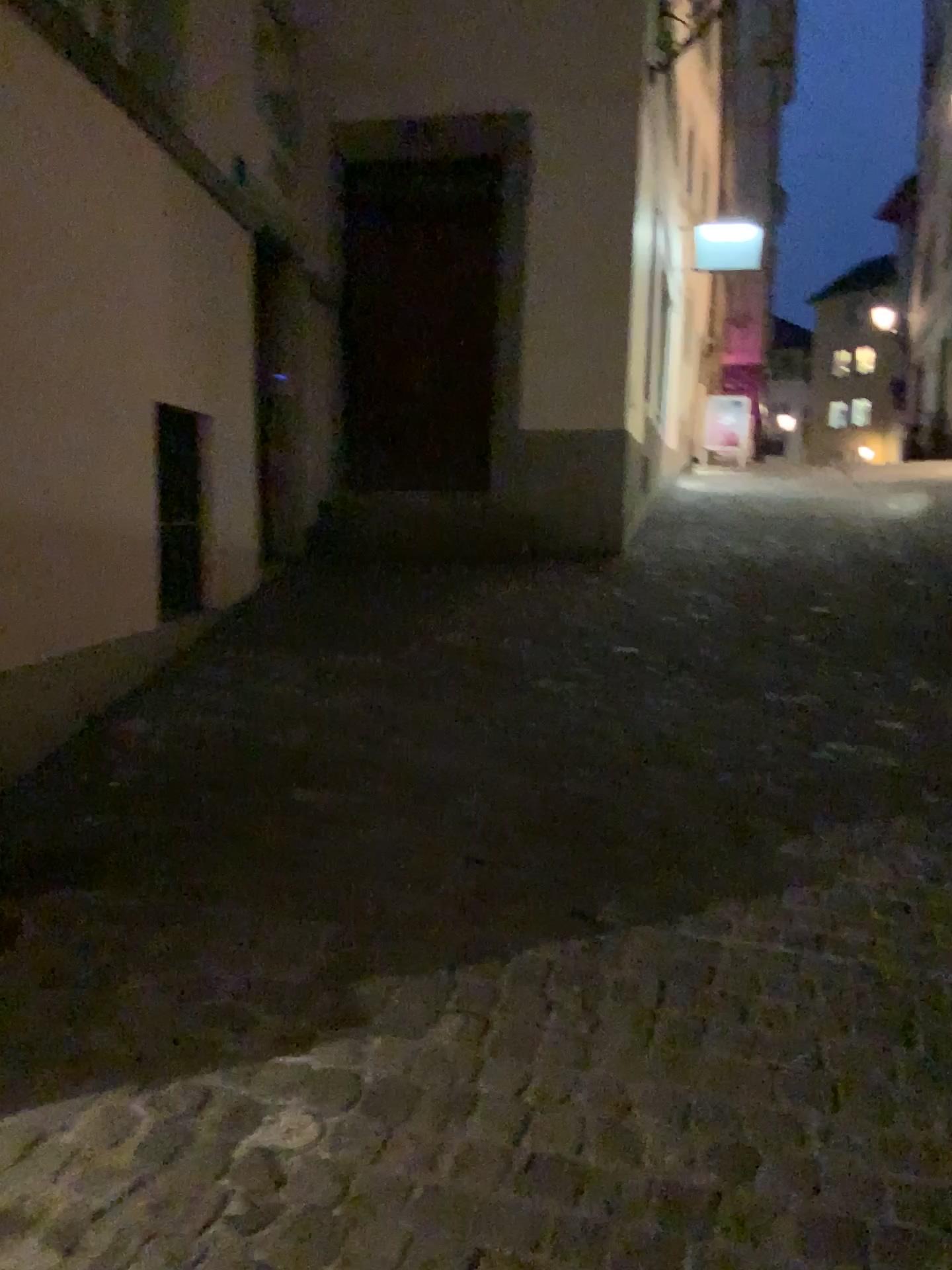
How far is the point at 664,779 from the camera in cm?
328
